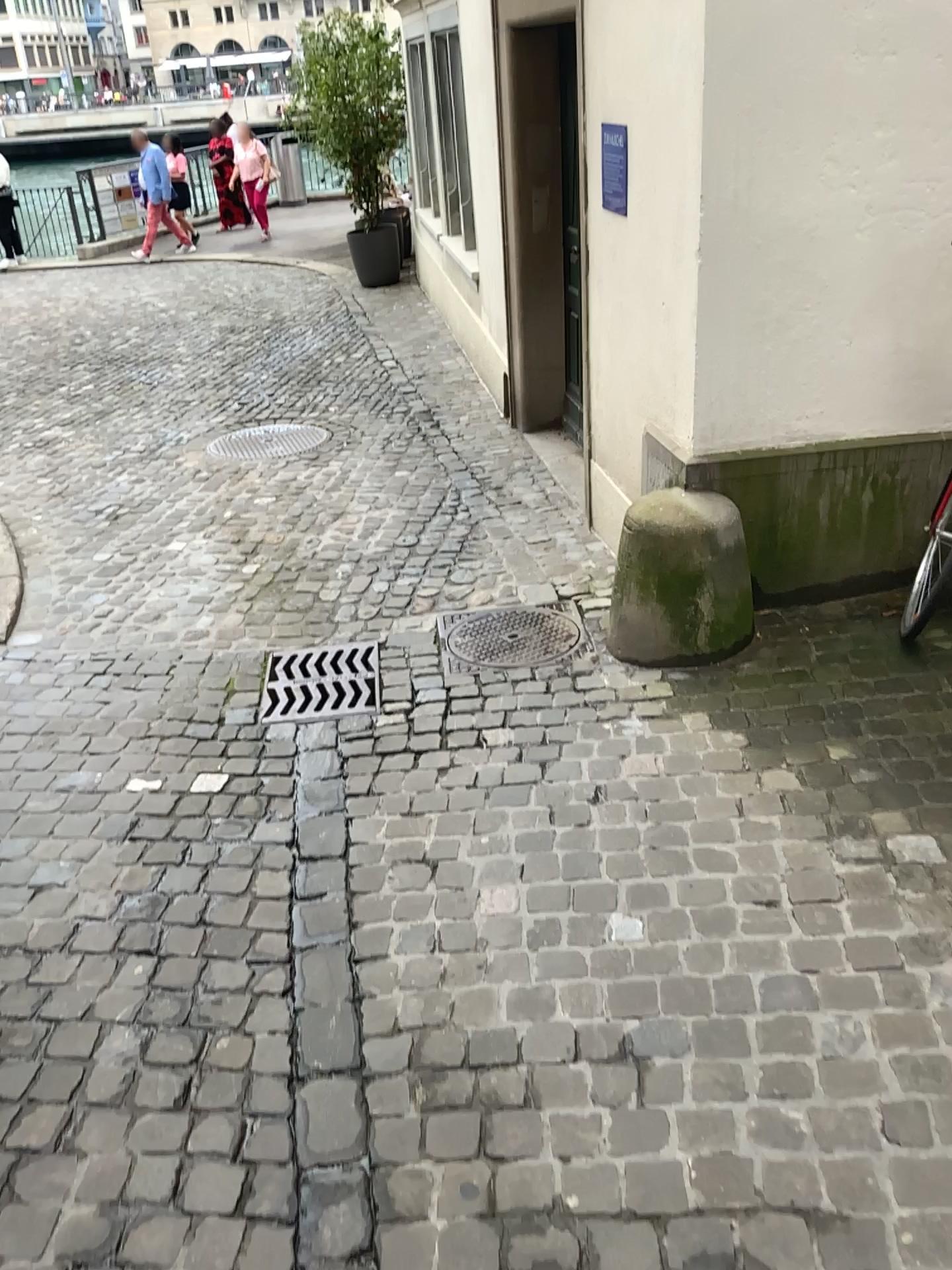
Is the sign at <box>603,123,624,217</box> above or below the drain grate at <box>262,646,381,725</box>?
above

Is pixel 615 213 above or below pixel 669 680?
above

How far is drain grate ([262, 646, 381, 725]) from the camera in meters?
3.3

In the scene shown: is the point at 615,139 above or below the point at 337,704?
above

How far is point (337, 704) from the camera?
3.3m
